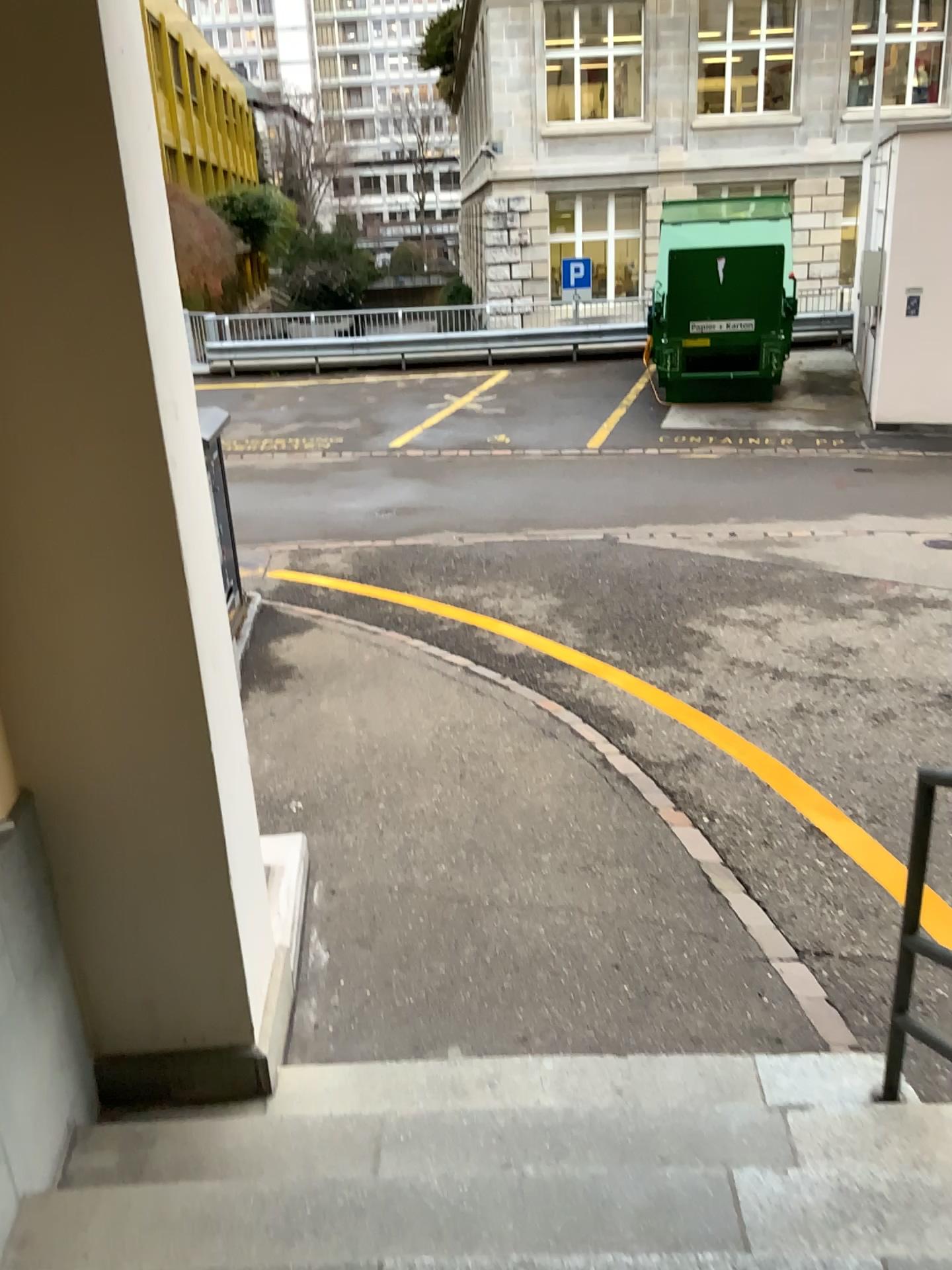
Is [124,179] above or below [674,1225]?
above

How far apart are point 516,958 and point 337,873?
0.9m
